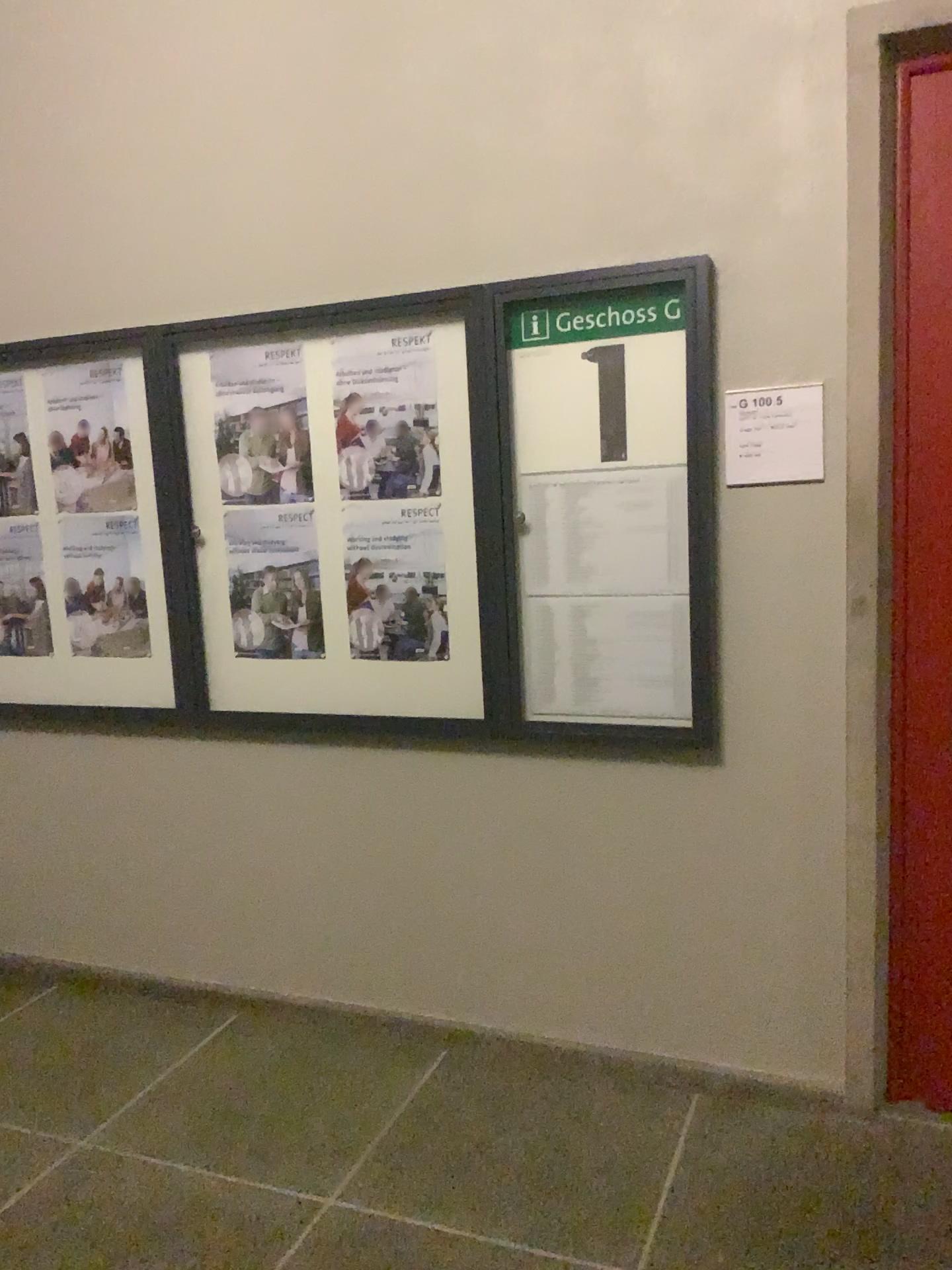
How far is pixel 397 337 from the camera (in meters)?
2.69

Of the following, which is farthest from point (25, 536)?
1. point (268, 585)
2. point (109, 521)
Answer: point (268, 585)

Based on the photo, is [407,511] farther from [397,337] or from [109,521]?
[109,521]

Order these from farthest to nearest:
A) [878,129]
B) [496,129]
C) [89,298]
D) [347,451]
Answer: [89,298]
[347,451]
[496,129]
[878,129]

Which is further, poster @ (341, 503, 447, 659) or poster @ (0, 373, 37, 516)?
poster @ (0, 373, 37, 516)

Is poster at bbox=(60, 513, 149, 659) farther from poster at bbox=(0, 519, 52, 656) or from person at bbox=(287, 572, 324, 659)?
person at bbox=(287, 572, 324, 659)

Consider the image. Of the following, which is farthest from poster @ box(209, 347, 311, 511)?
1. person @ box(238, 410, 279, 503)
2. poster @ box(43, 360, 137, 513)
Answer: poster @ box(43, 360, 137, 513)

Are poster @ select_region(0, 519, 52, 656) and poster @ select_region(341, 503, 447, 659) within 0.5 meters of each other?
no

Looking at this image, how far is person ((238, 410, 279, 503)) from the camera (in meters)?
2.88

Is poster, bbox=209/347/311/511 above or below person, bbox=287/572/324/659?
above
